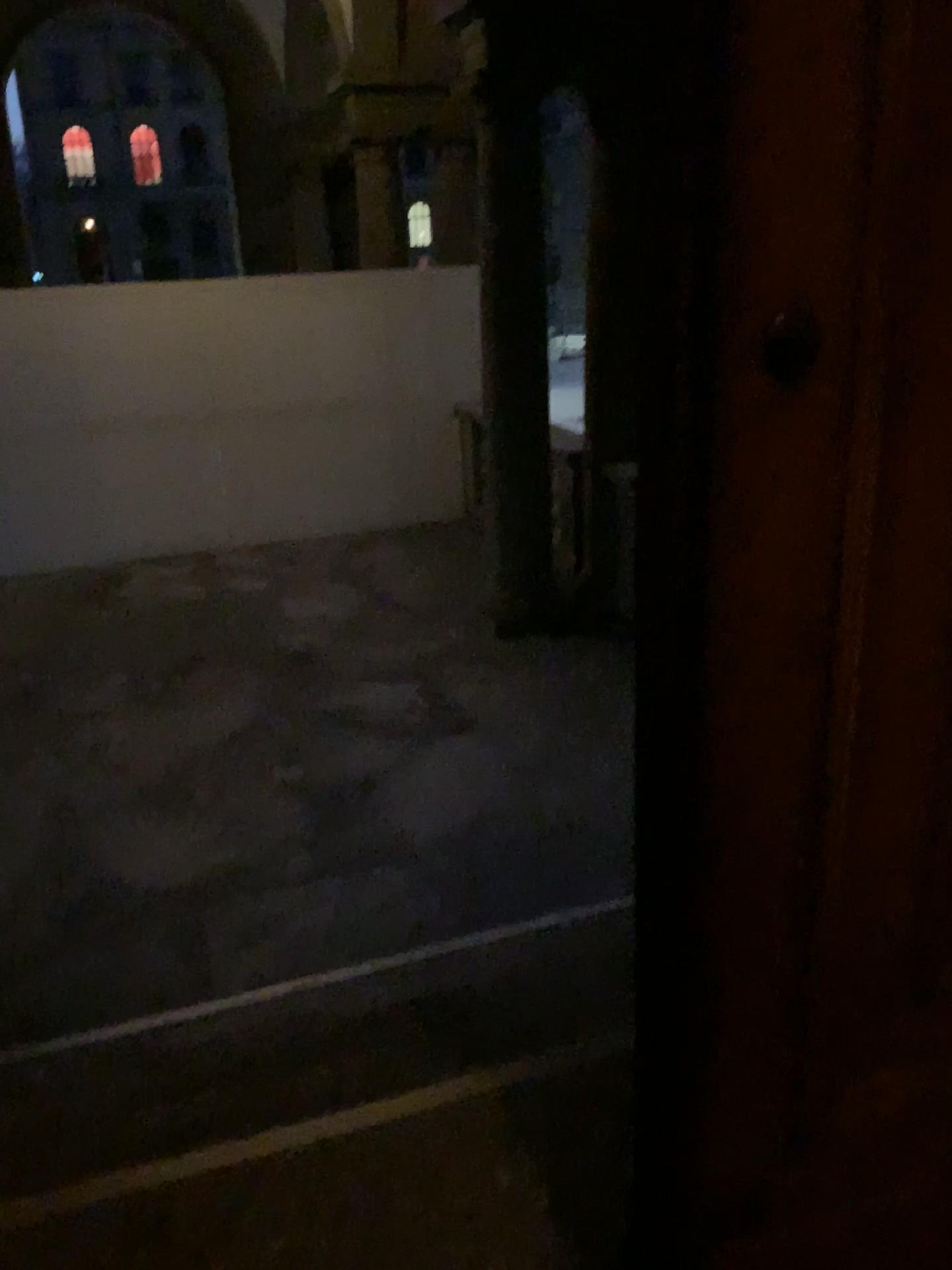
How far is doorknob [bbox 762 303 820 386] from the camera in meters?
1.0 m

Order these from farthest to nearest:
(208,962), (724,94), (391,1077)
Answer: (208,962), (391,1077), (724,94)

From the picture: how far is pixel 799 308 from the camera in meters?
1.0 m
